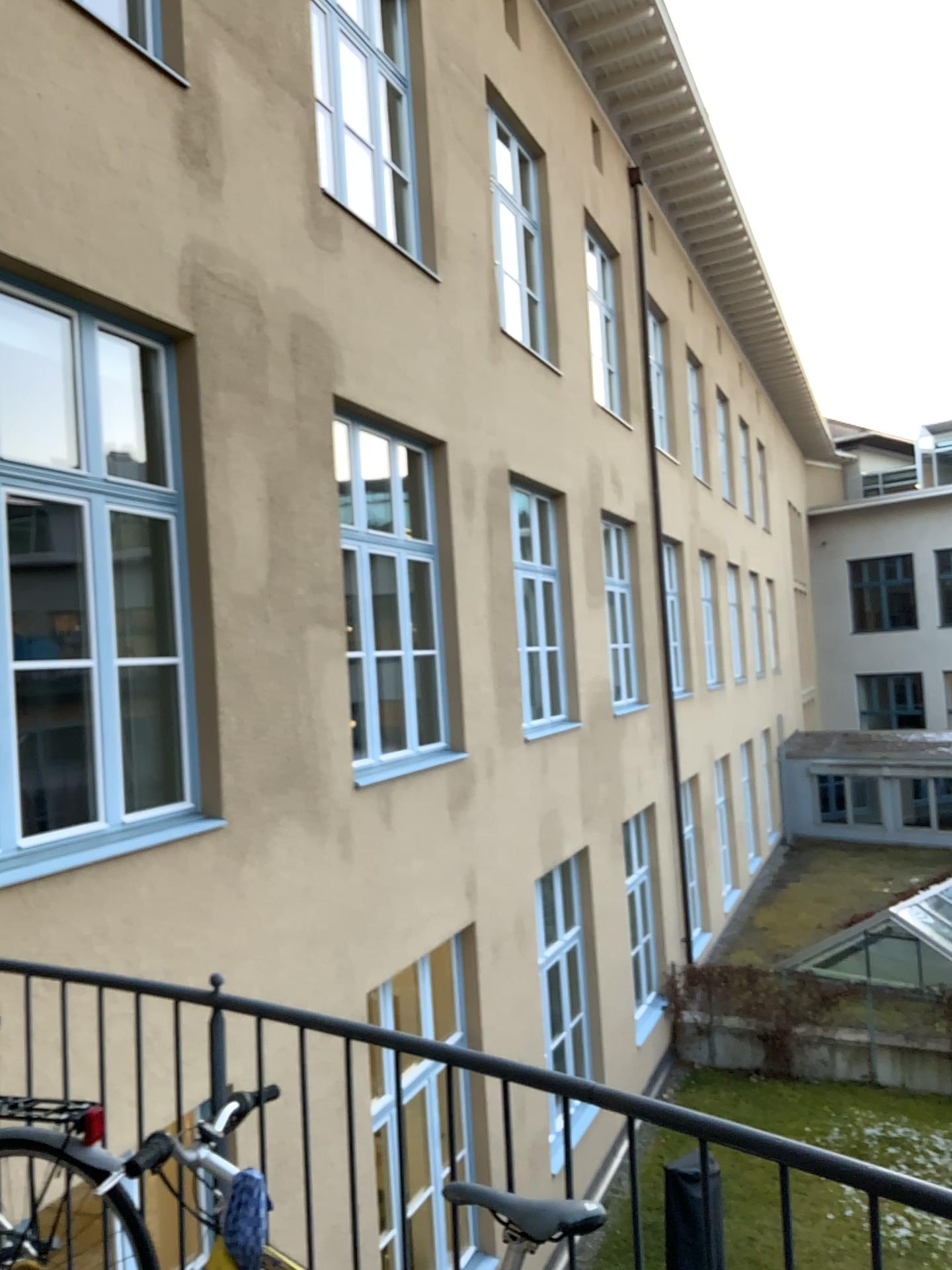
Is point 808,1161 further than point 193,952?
No
